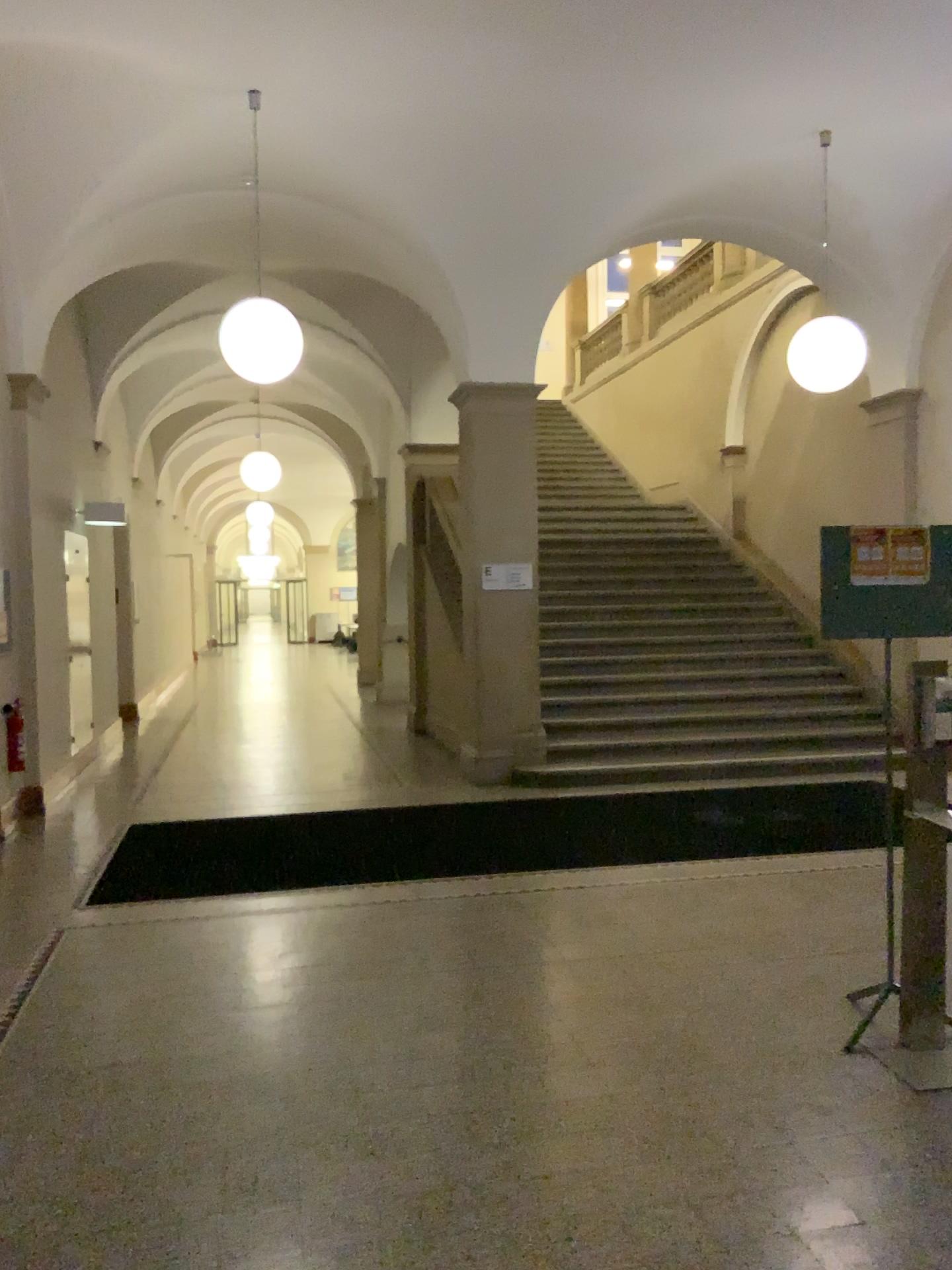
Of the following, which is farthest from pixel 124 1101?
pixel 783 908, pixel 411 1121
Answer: pixel 783 908
